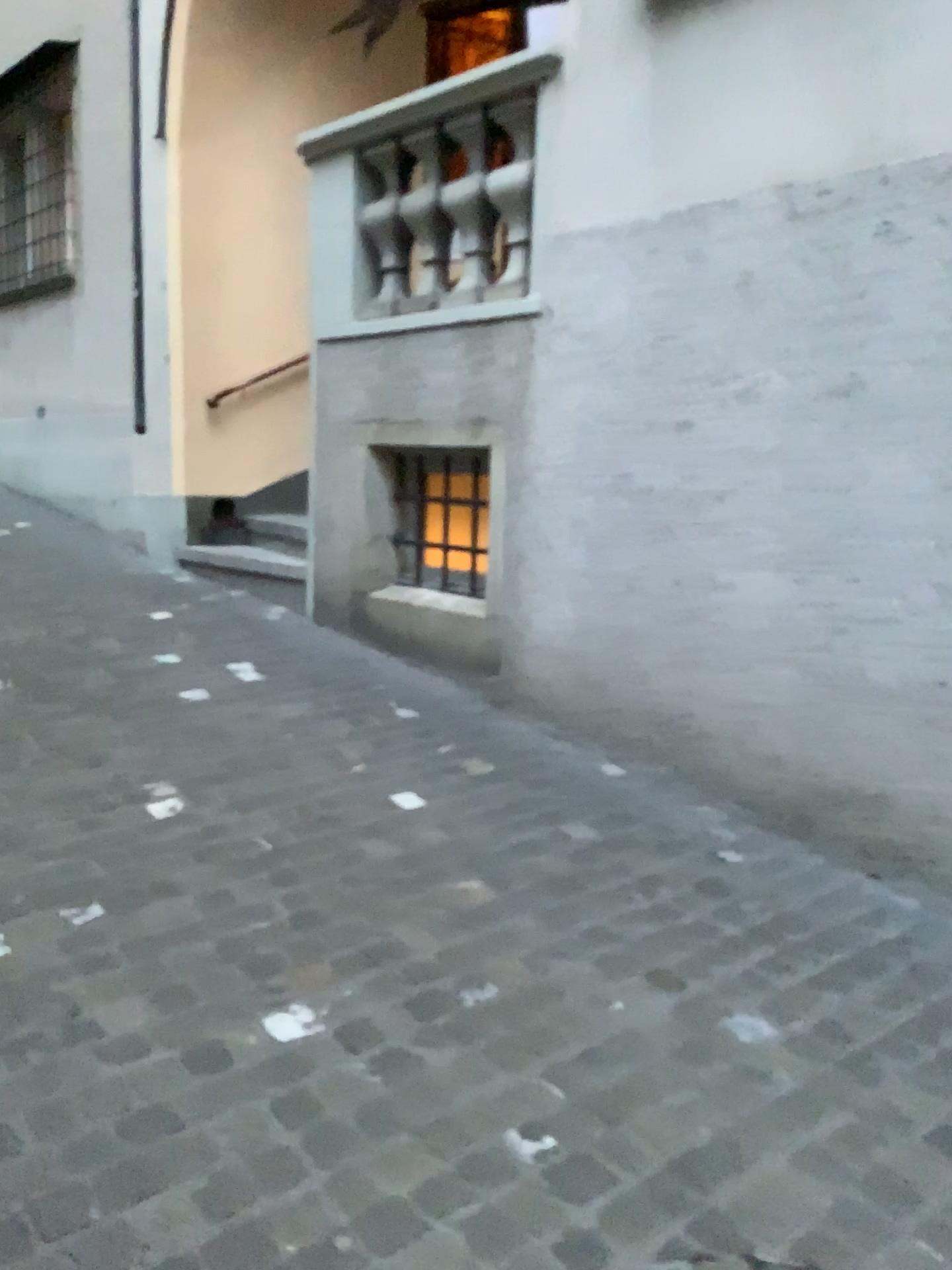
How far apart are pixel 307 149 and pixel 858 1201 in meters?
4.7

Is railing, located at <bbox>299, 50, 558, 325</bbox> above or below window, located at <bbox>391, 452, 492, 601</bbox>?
above

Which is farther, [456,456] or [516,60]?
[456,456]

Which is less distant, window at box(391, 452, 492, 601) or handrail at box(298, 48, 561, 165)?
handrail at box(298, 48, 561, 165)

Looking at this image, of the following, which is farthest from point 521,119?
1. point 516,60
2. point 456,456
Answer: point 456,456

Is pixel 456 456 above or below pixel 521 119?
below

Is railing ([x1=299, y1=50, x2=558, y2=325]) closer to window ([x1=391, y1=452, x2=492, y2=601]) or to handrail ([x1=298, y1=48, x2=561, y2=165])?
handrail ([x1=298, y1=48, x2=561, y2=165])

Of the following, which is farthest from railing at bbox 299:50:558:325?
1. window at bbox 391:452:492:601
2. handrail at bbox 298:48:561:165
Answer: window at bbox 391:452:492:601

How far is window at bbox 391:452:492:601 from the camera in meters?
4.7

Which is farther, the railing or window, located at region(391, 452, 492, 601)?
window, located at region(391, 452, 492, 601)
